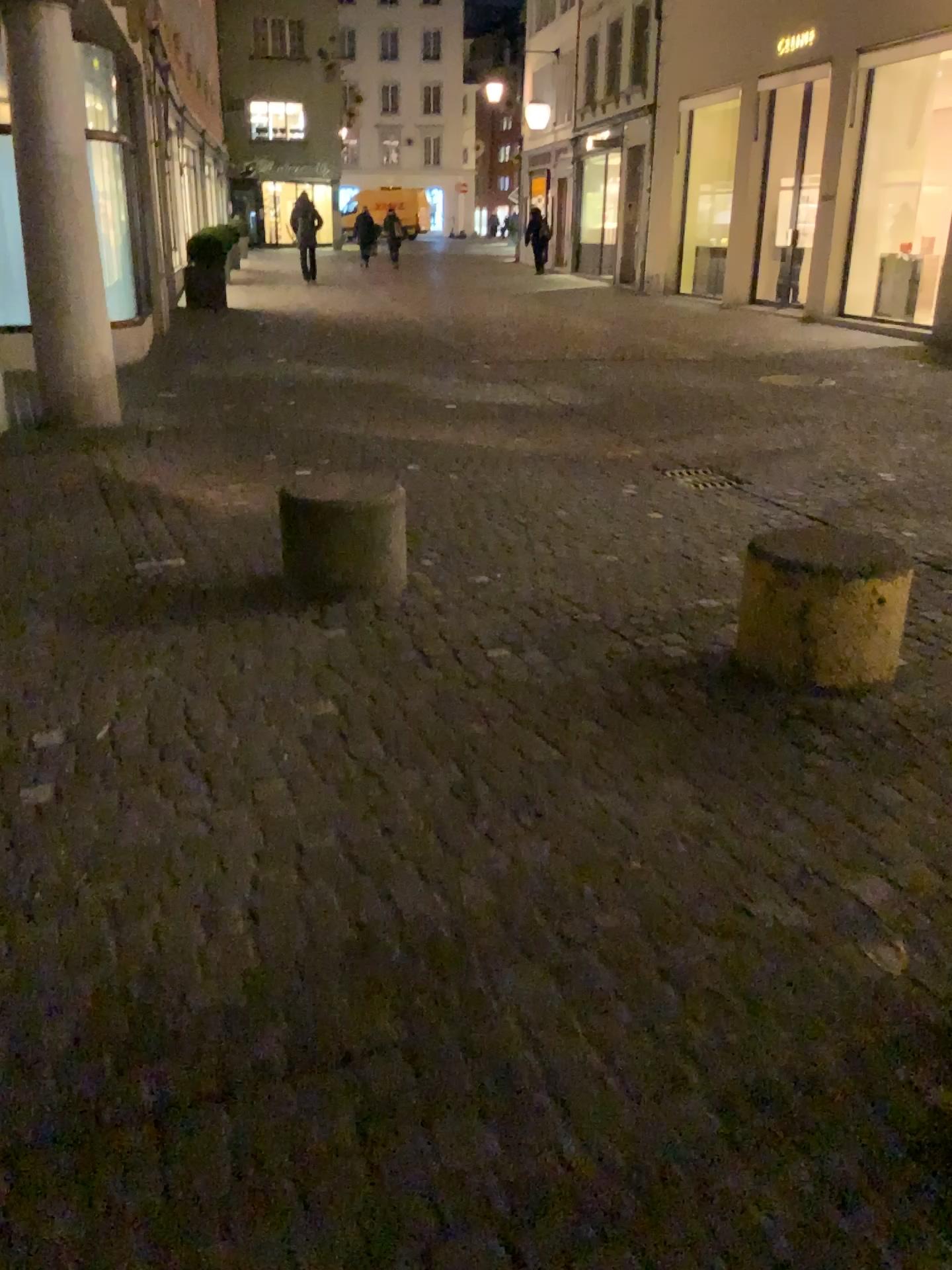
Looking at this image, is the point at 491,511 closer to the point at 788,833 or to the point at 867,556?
the point at 867,556
